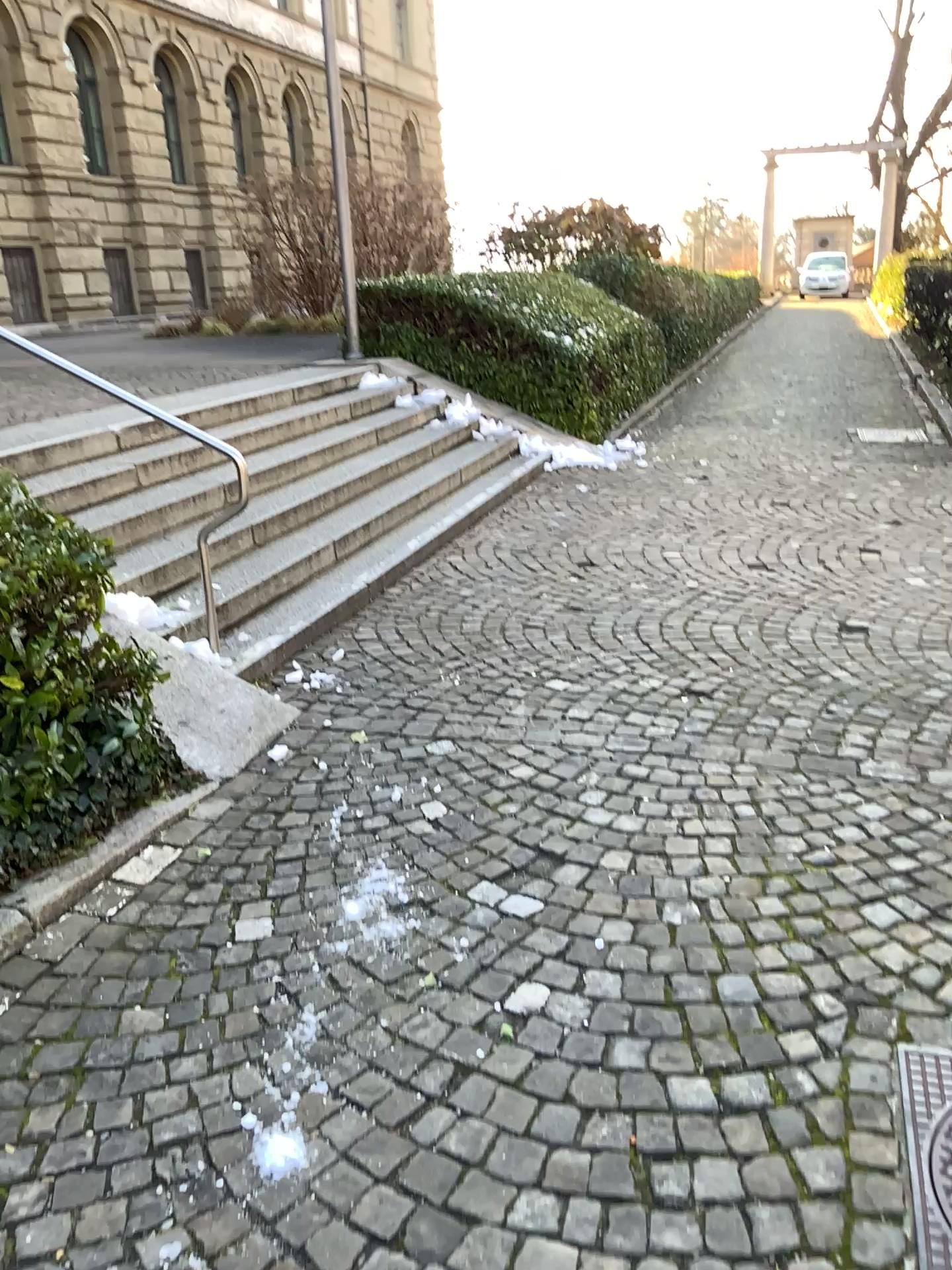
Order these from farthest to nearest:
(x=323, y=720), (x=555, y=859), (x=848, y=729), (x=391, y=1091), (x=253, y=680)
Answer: (x=253, y=680) < (x=323, y=720) < (x=848, y=729) < (x=555, y=859) < (x=391, y=1091)

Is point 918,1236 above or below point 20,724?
below

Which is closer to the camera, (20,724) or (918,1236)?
(918,1236)

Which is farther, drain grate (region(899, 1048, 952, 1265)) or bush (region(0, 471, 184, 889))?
bush (region(0, 471, 184, 889))
